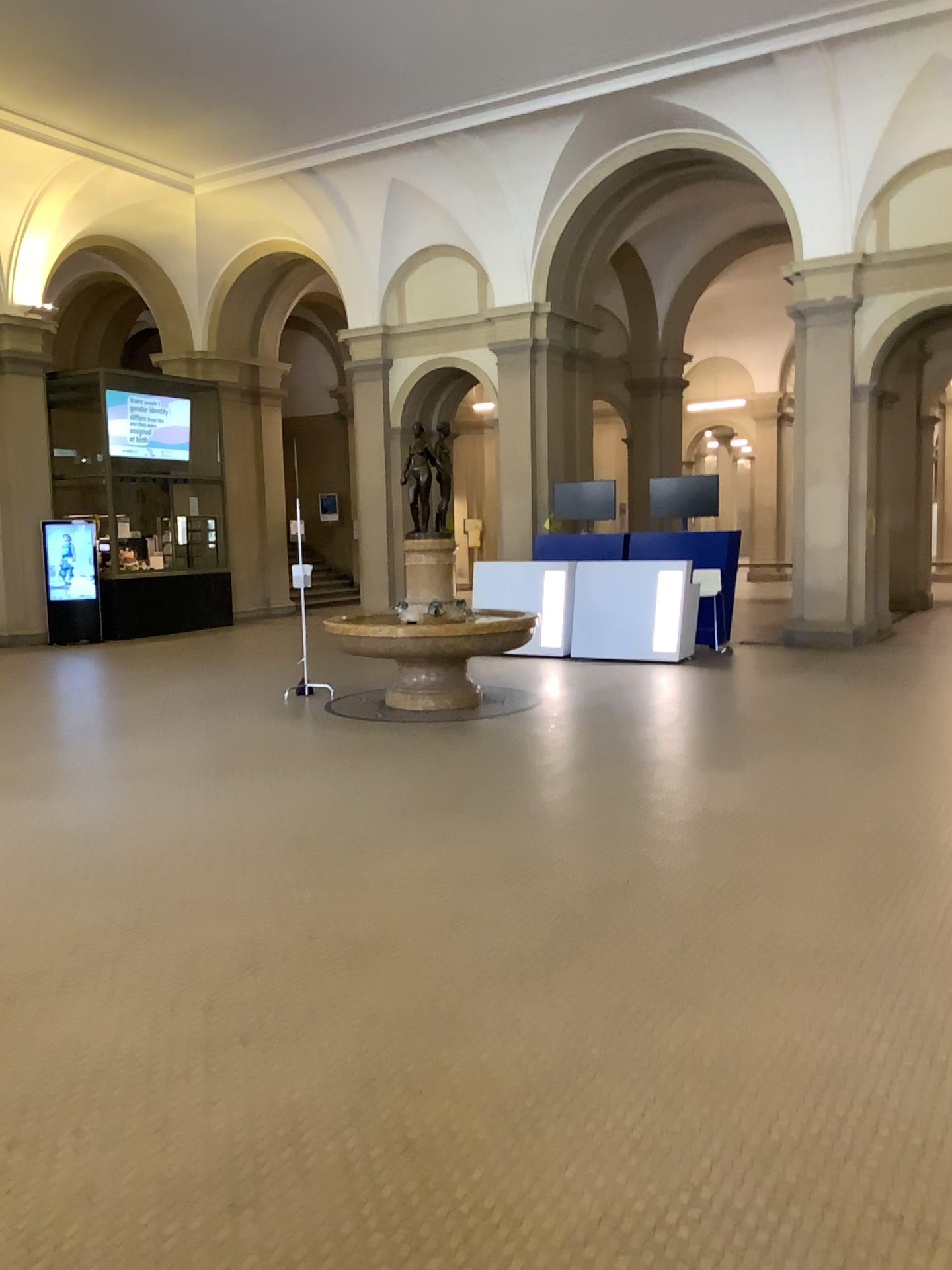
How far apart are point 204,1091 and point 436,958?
1.1m
